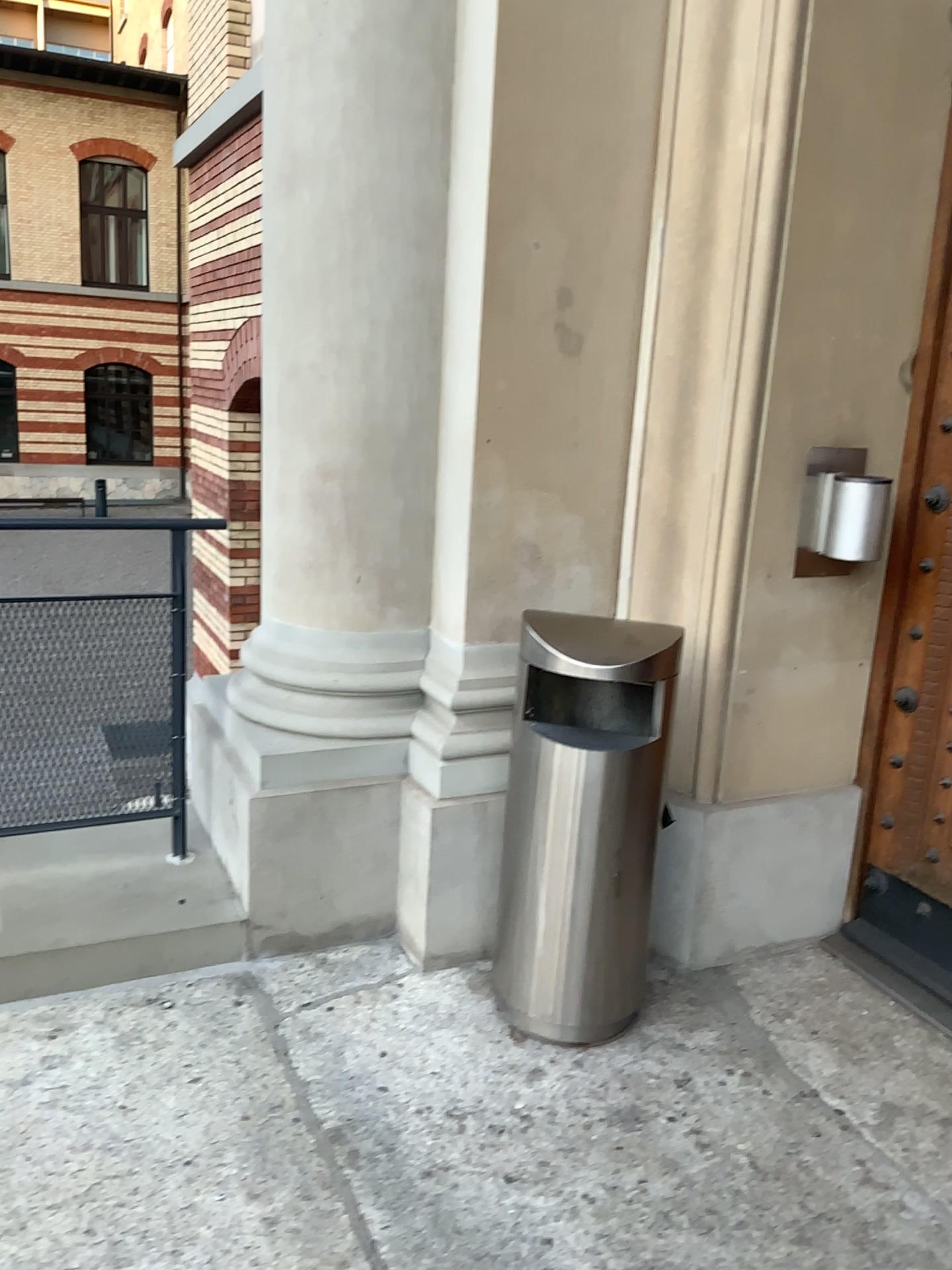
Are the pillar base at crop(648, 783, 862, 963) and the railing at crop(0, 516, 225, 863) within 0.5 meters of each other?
no

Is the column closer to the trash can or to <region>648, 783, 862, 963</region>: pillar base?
the trash can

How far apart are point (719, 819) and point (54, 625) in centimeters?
192cm

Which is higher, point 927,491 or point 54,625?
point 927,491

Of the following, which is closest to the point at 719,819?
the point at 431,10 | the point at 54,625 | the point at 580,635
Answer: the point at 580,635

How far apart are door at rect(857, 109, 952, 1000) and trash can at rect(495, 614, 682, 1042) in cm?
67

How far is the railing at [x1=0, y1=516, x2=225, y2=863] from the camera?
2.92m

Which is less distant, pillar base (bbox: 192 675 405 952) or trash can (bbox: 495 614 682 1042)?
trash can (bbox: 495 614 682 1042)

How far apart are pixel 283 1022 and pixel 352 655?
1.0m

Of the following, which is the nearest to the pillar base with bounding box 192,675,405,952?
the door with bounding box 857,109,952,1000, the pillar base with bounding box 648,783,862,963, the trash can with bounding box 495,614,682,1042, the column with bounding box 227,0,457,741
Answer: the column with bounding box 227,0,457,741
